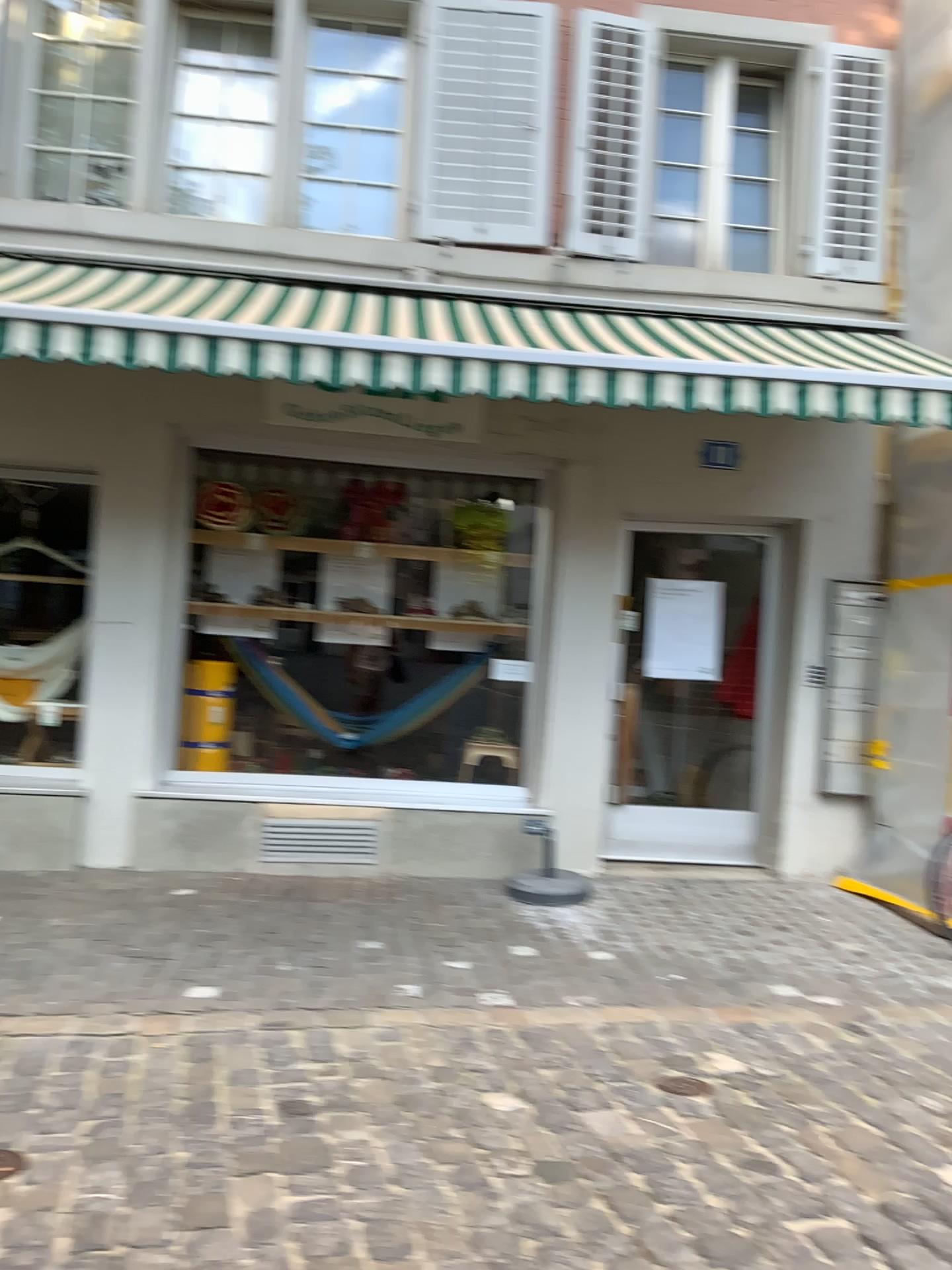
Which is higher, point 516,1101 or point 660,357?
point 660,357
